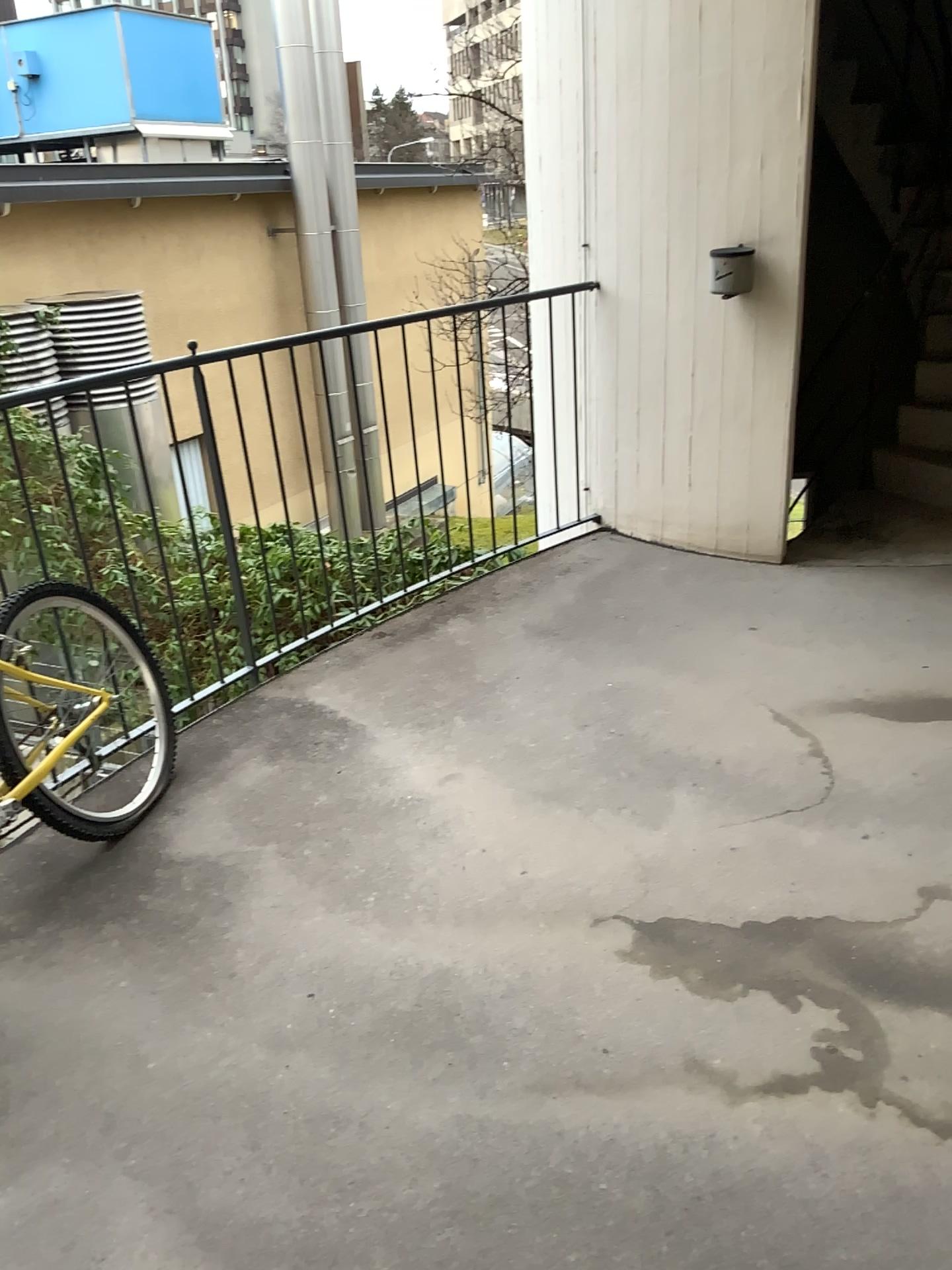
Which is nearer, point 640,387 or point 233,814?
point 233,814
